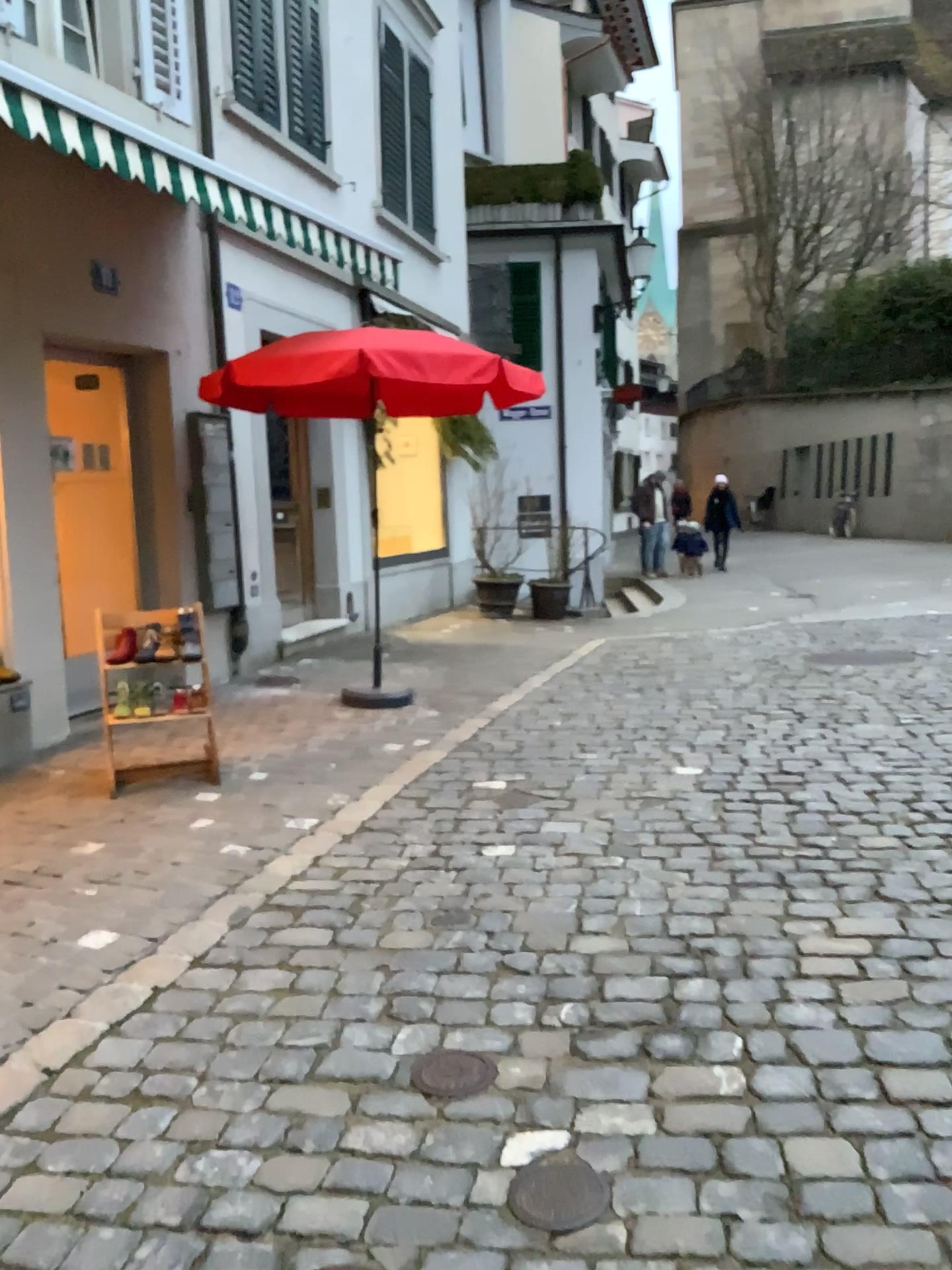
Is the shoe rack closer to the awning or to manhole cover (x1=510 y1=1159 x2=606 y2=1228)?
the awning

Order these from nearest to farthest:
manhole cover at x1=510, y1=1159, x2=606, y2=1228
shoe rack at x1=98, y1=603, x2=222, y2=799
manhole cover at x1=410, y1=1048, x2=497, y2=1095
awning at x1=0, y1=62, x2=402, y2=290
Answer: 1. manhole cover at x1=510, y1=1159, x2=606, y2=1228
2. manhole cover at x1=410, y1=1048, x2=497, y2=1095
3. awning at x1=0, y1=62, x2=402, y2=290
4. shoe rack at x1=98, y1=603, x2=222, y2=799

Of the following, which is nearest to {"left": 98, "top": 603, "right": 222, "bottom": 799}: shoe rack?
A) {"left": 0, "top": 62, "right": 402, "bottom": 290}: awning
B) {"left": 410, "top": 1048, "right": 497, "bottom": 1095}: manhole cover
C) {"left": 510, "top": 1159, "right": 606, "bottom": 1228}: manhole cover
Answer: {"left": 0, "top": 62, "right": 402, "bottom": 290}: awning

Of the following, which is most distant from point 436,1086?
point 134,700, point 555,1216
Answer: point 134,700

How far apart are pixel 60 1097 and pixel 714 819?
2.5 meters

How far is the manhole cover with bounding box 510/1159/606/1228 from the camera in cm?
191

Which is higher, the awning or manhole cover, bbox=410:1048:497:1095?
the awning

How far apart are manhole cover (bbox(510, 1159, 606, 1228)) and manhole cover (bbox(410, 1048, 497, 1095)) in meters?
0.3

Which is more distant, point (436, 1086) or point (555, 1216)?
point (436, 1086)

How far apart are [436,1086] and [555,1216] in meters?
0.5 m
